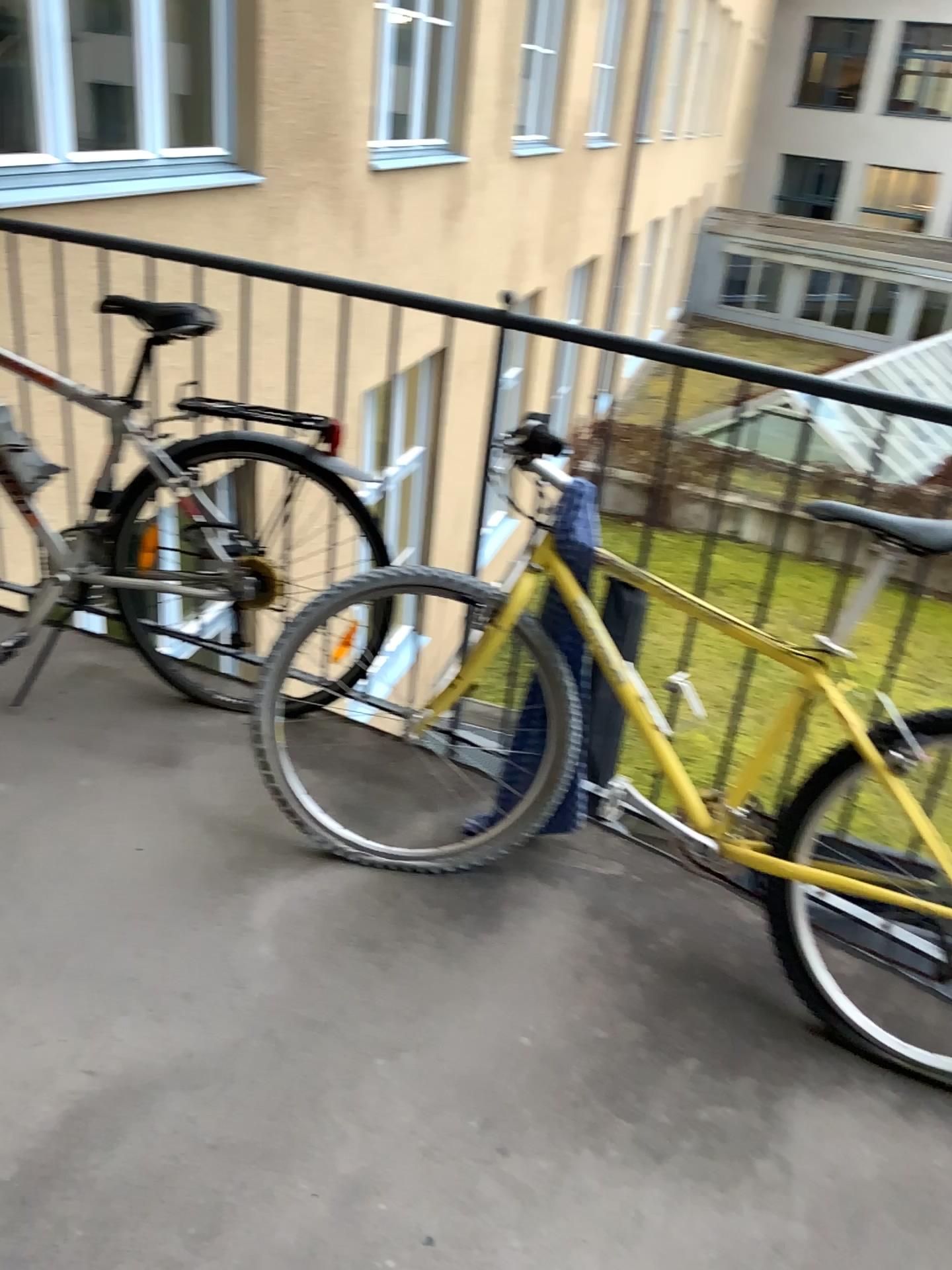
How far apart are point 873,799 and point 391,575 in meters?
0.9

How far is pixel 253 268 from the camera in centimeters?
229cm

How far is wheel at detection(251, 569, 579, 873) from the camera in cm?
201

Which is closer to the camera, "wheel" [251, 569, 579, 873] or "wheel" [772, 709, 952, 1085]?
"wheel" [772, 709, 952, 1085]

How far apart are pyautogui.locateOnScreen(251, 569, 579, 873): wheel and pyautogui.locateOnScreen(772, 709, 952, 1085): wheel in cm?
43

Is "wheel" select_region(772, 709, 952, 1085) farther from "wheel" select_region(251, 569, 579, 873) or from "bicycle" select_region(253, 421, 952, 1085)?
"wheel" select_region(251, 569, 579, 873)

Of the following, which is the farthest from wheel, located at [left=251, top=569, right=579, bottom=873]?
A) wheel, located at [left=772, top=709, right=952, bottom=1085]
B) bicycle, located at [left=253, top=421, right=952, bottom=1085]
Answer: wheel, located at [left=772, top=709, right=952, bottom=1085]

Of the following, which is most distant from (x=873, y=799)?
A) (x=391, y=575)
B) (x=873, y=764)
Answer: (x=391, y=575)

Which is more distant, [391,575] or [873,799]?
[391,575]
